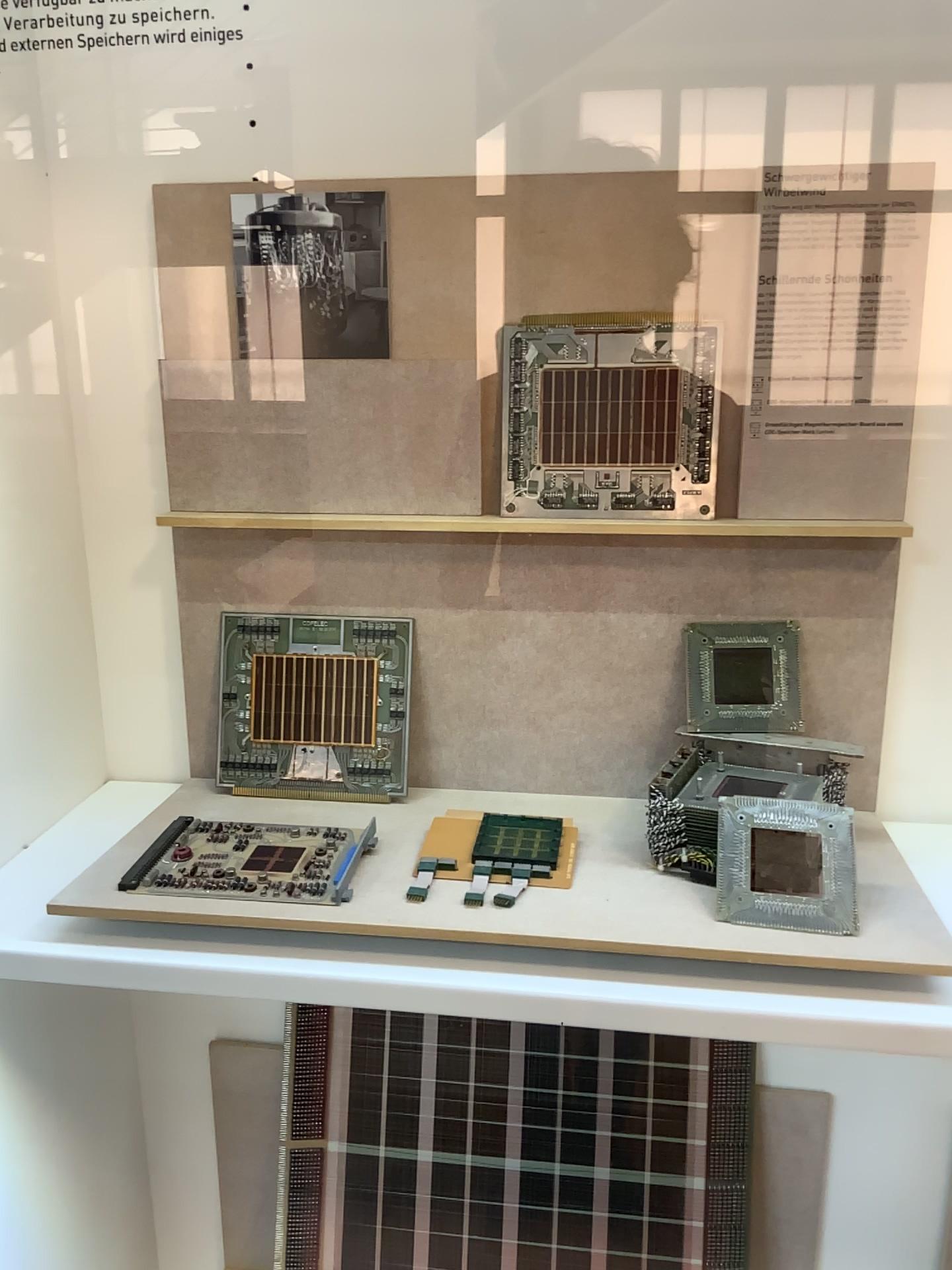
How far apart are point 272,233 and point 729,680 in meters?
0.6

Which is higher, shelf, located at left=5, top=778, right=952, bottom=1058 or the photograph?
the photograph

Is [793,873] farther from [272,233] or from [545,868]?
[272,233]

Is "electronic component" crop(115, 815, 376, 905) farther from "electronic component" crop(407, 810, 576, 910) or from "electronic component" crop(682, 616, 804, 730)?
"electronic component" crop(682, 616, 804, 730)

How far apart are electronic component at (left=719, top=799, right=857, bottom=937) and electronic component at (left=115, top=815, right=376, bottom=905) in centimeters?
31cm

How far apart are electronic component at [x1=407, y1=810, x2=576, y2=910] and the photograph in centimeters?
46cm

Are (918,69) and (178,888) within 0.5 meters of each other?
no

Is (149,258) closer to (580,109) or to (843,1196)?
(580,109)

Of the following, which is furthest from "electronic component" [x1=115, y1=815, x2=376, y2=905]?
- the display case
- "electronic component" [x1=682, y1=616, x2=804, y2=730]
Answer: "electronic component" [x1=682, y1=616, x2=804, y2=730]

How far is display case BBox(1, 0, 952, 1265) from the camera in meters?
0.9
